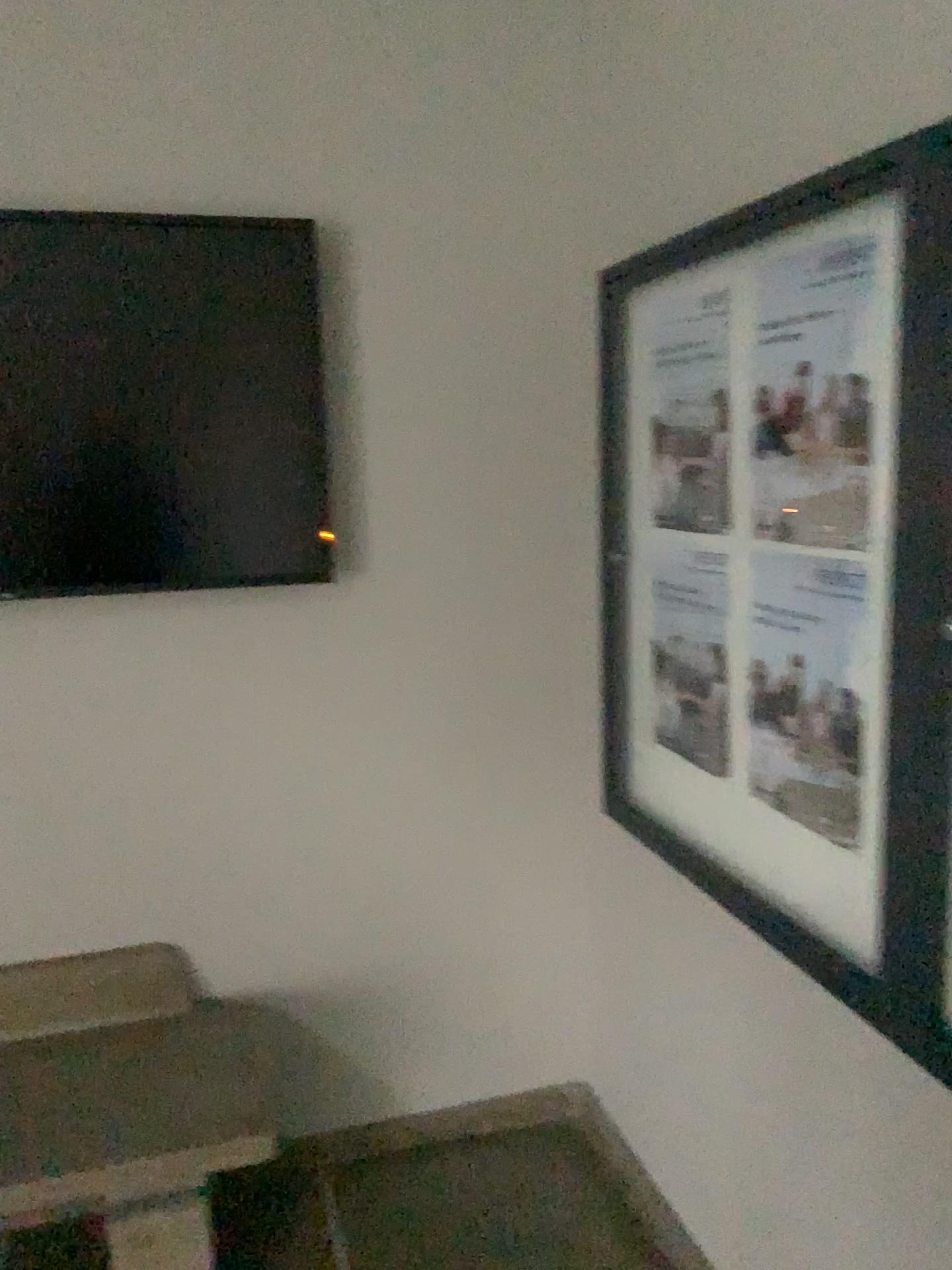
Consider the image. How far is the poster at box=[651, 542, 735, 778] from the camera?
1.88m

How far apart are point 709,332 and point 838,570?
0.5m

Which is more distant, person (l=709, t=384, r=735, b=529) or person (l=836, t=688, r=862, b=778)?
person (l=709, t=384, r=735, b=529)

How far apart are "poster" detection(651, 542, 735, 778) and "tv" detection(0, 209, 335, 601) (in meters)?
0.70

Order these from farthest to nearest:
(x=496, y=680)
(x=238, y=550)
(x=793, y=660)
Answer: (x=496, y=680), (x=238, y=550), (x=793, y=660)

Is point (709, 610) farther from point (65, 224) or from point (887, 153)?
point (65, 224)

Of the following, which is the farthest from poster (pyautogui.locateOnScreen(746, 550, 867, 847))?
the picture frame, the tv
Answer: the tv

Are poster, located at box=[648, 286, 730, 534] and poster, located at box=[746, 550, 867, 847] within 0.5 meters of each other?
yes

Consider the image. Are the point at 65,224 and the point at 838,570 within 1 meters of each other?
no

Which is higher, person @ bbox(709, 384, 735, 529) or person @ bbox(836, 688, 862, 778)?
person @ bbox(709, 384, 735, 529)
